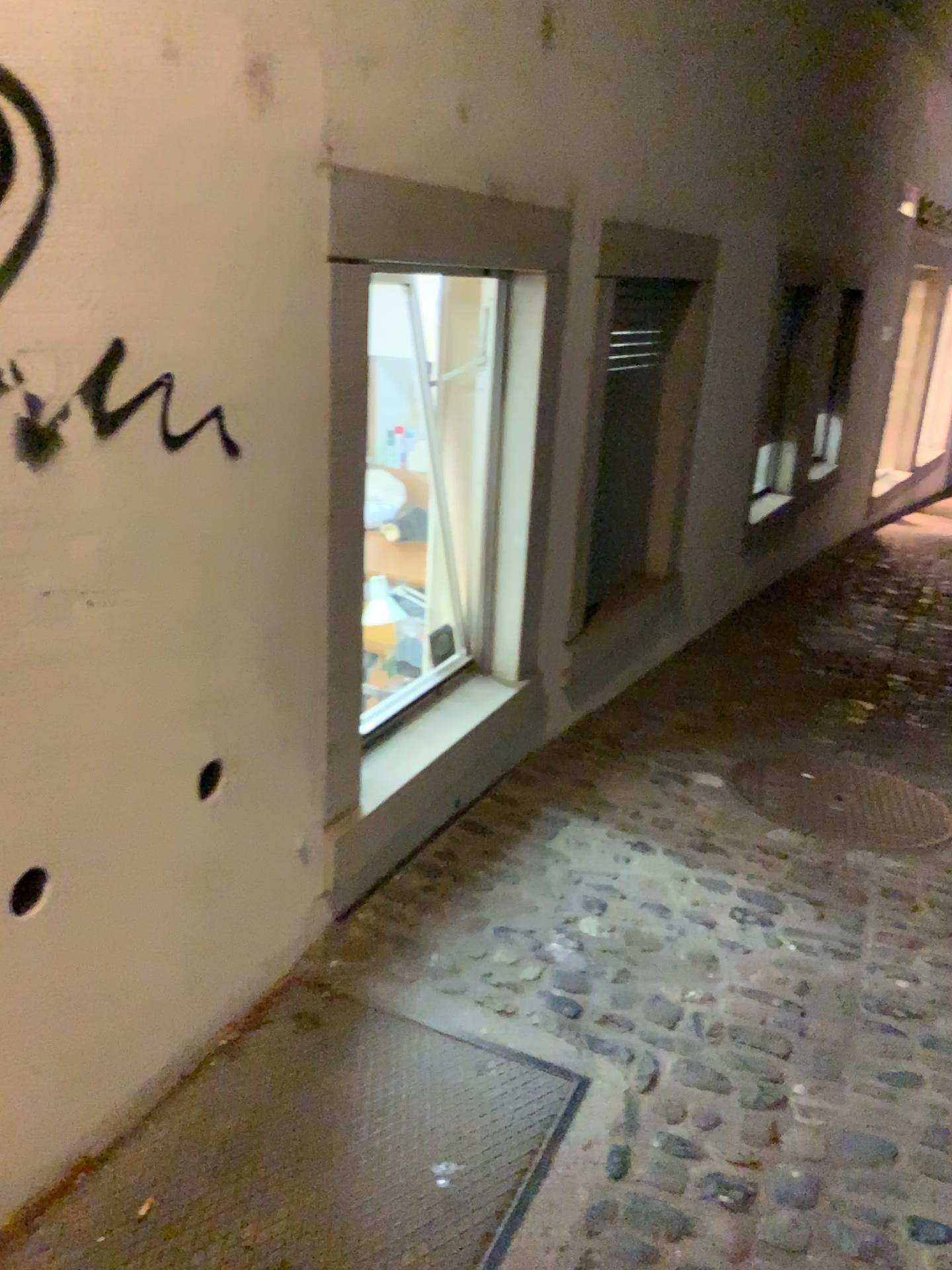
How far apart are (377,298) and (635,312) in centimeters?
130cm

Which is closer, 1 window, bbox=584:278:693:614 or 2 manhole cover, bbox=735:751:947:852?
2 manhole cover, bbox=735:751:947:852

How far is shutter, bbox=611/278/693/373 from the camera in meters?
3.8 m

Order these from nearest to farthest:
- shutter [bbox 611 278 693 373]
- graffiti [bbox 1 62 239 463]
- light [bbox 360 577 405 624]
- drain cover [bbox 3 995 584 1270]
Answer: graffiti [bbox 1 62 239 463] → drain cover [bbox 3 995 584 1270] → light [bbox 360 577 405 624] → shutter [bbox 611 278 693 373]

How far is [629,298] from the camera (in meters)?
3.78

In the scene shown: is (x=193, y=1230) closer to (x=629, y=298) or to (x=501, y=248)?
(x=501, y=248)

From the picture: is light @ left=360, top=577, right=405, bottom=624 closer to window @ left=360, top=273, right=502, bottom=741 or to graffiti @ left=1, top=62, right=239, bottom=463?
window @ left=360, top=273, right=502, bottom=741

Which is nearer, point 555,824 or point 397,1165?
point 397,1165

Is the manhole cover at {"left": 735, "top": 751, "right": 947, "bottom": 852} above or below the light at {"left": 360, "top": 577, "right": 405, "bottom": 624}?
below

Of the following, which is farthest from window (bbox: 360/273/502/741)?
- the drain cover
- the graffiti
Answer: the graffiti
